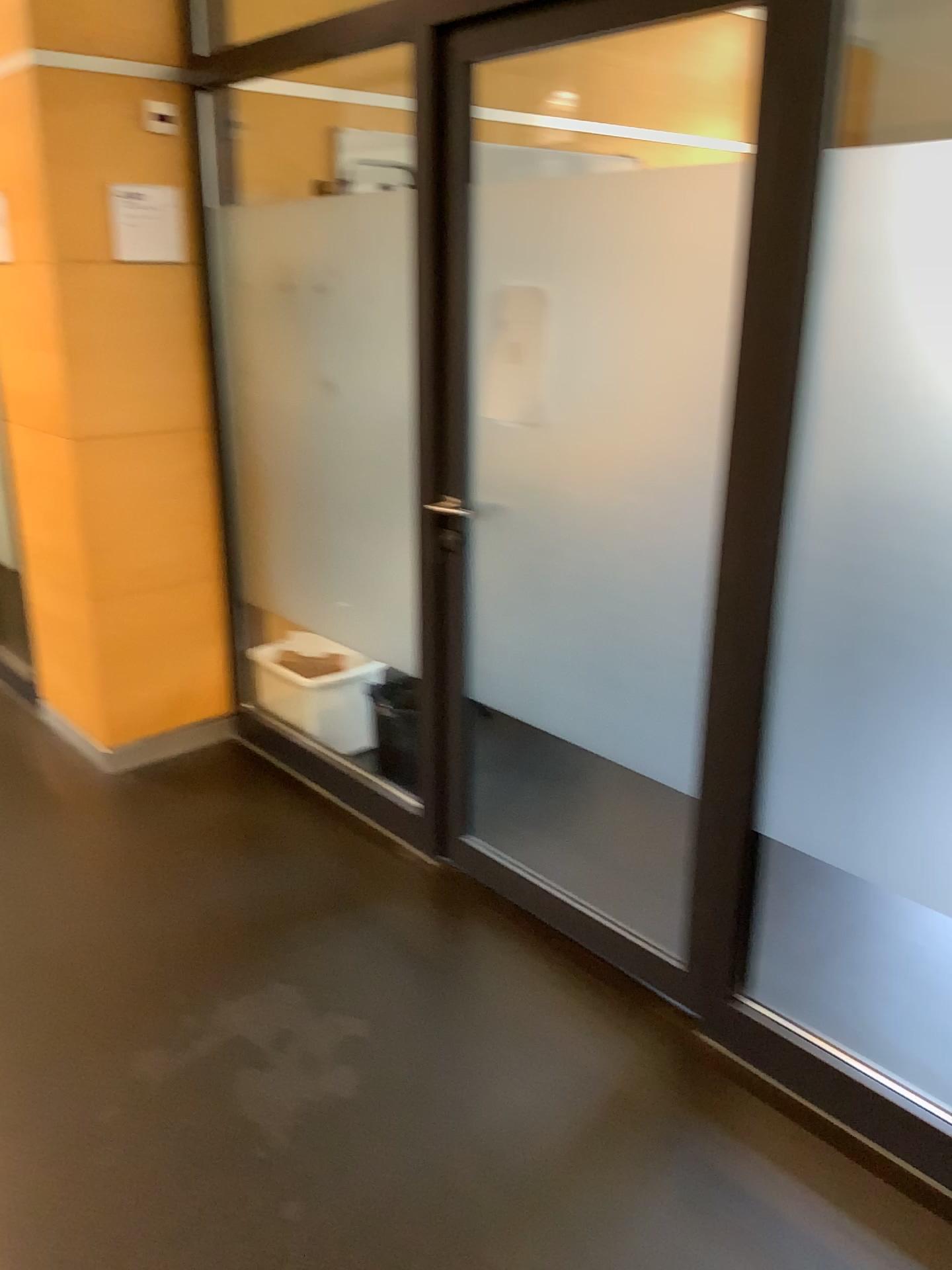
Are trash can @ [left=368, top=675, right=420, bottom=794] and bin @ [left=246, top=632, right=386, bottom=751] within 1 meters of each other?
yes

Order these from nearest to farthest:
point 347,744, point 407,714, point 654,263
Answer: point 654,263, point 407,714, point 347,744

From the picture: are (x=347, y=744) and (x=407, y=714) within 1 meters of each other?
yes

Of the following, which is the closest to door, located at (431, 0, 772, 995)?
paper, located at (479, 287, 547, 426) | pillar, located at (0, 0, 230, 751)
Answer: paper, located at (479, 287, 547, 426)

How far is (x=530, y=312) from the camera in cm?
234

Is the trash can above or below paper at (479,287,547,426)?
below

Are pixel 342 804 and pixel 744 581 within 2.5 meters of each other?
yes

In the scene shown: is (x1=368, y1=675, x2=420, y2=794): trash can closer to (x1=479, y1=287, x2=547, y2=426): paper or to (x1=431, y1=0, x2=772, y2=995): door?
(x1=431, y1=0, x2=772, y2=995): door

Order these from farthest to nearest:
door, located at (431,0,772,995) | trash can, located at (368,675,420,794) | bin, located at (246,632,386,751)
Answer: bin, located at (246,632,386,751), trash can, located at (368,675,420,794), door, located at (431,0,772,995)

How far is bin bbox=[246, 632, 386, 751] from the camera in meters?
3.4
